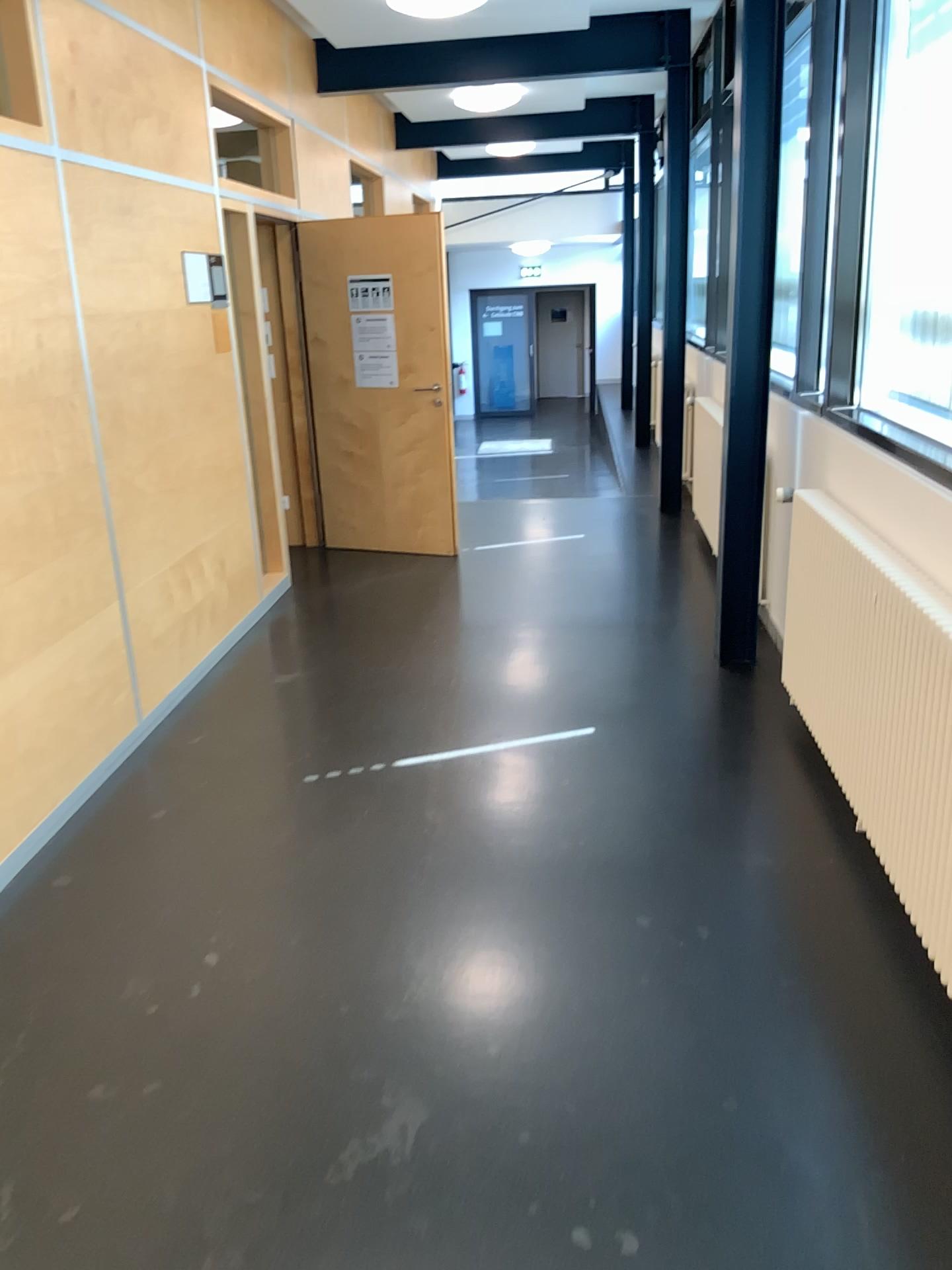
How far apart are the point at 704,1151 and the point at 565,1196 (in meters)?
0.29
